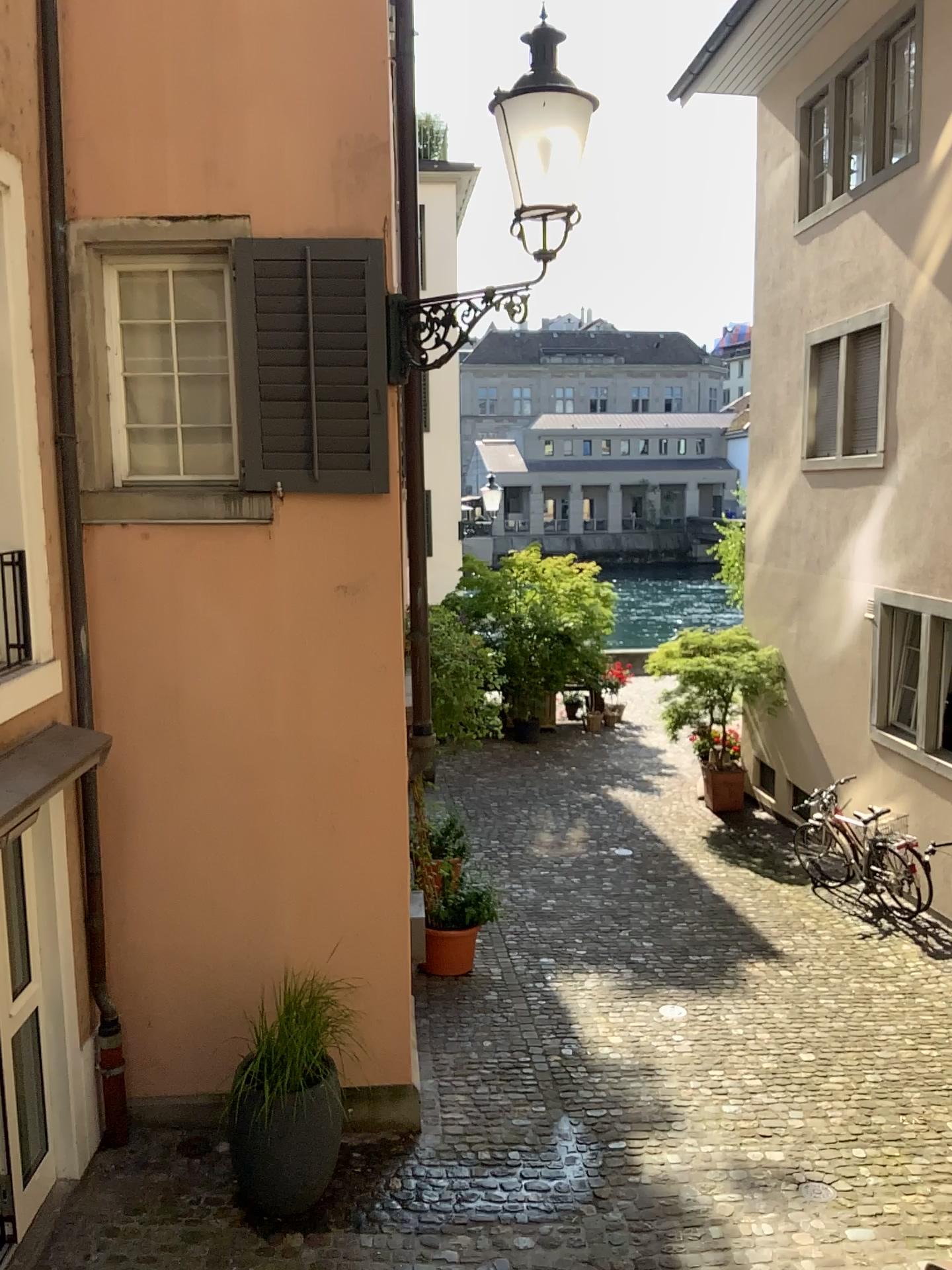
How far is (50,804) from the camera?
4.5m
